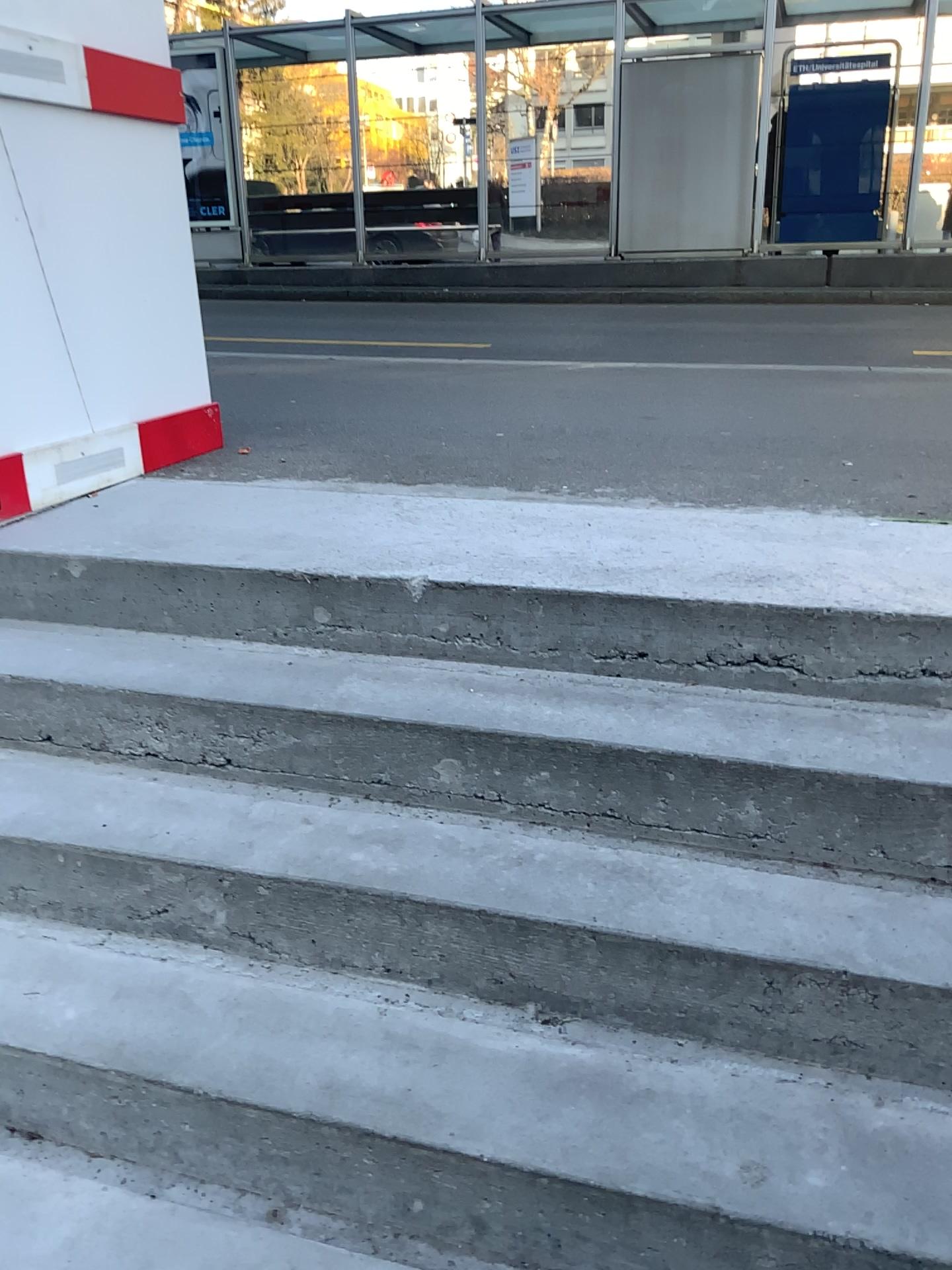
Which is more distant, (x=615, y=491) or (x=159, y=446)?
(x=159, y=446)
